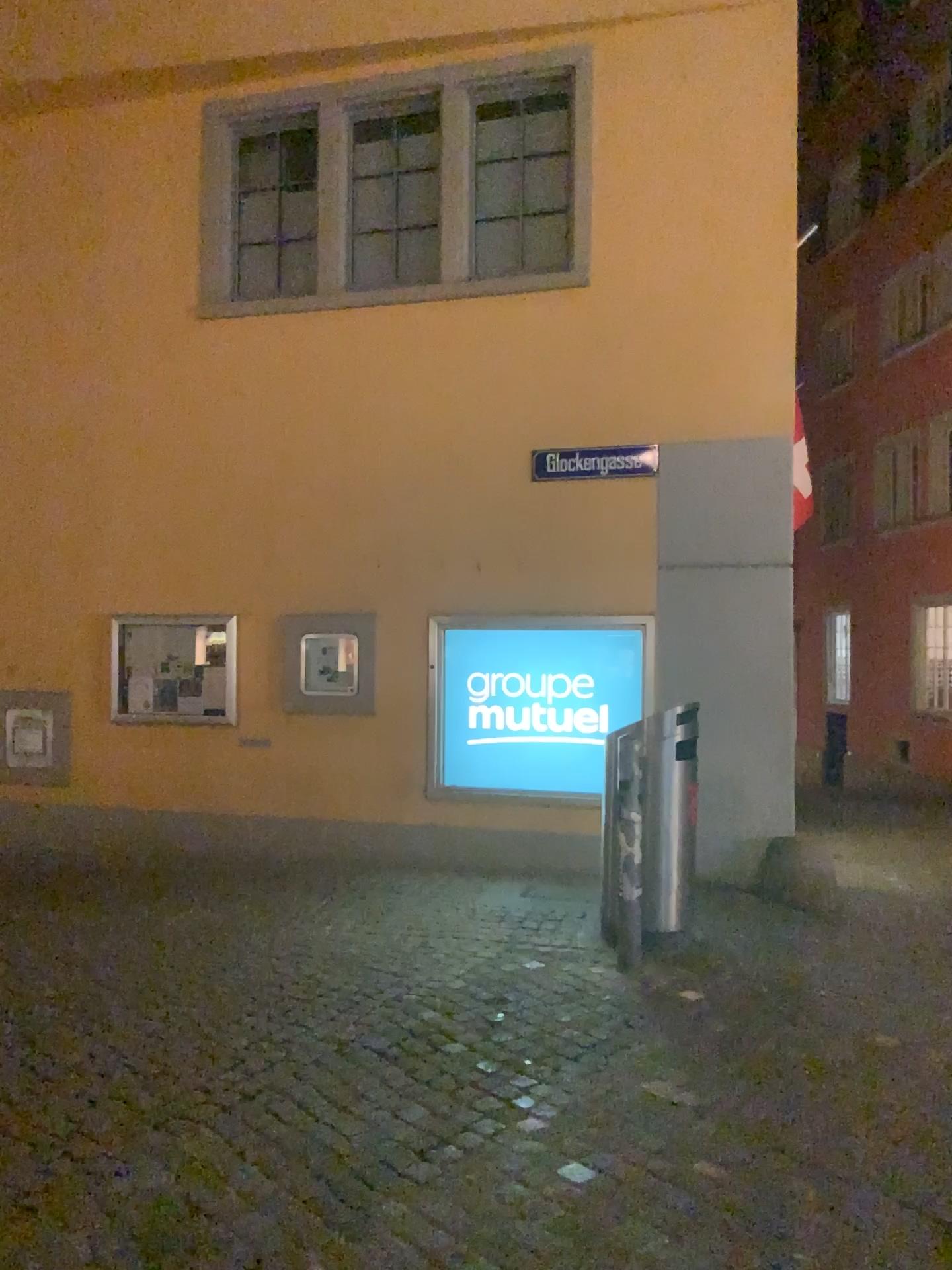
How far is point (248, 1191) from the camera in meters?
3.0 m
